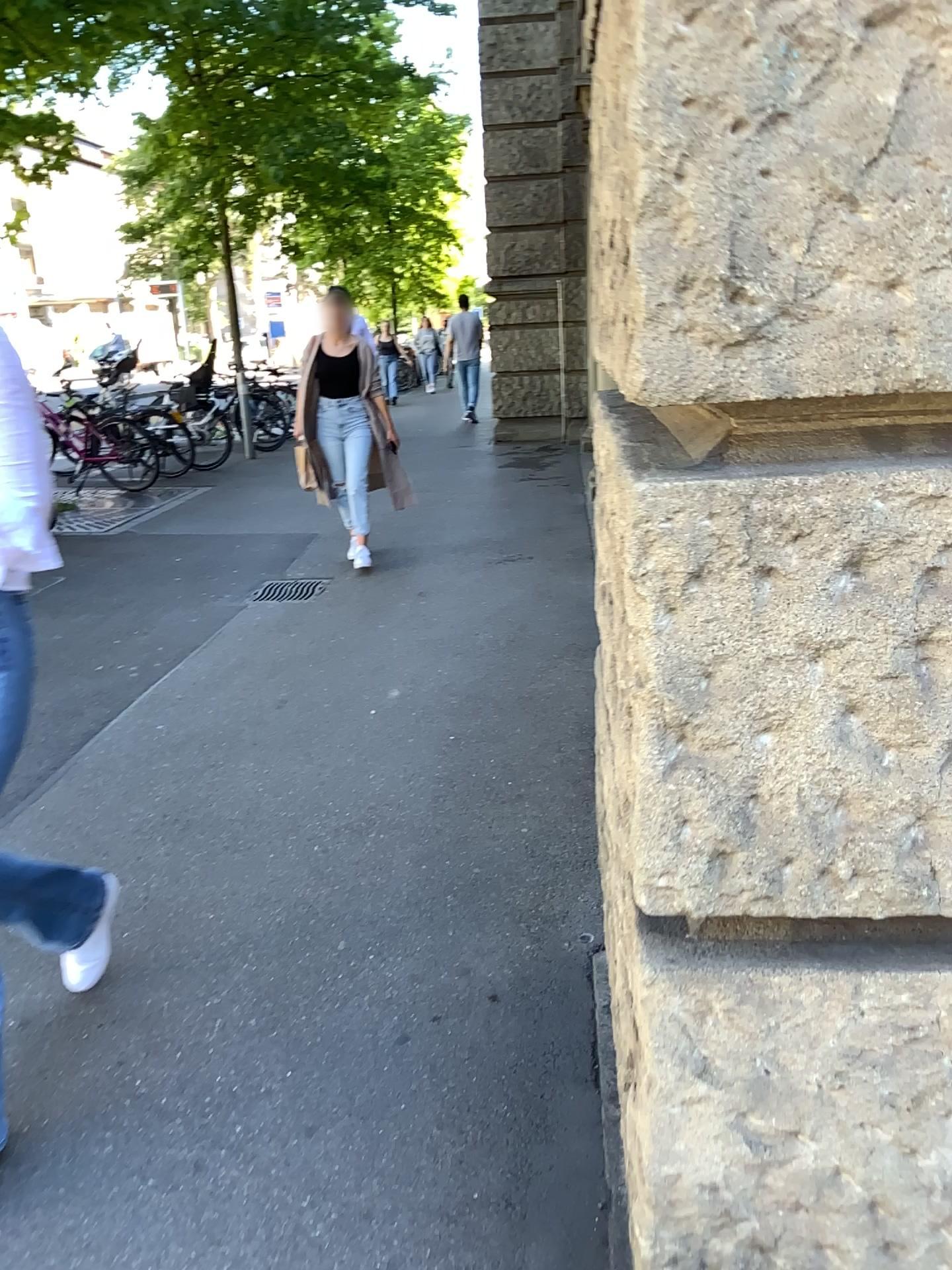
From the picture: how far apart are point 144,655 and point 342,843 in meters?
2.3 m
